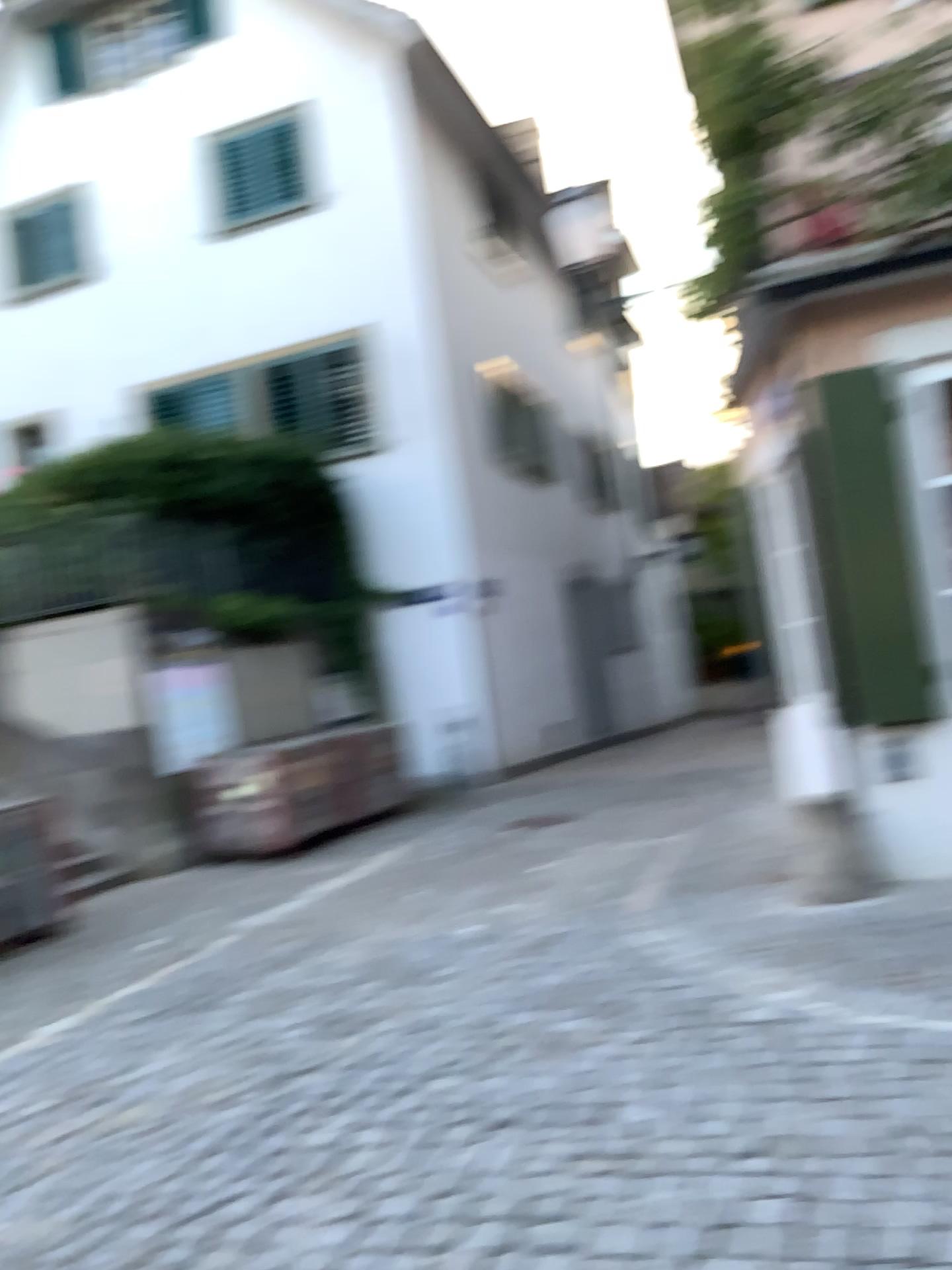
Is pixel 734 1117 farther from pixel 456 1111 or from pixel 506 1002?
pixel 506 1002
